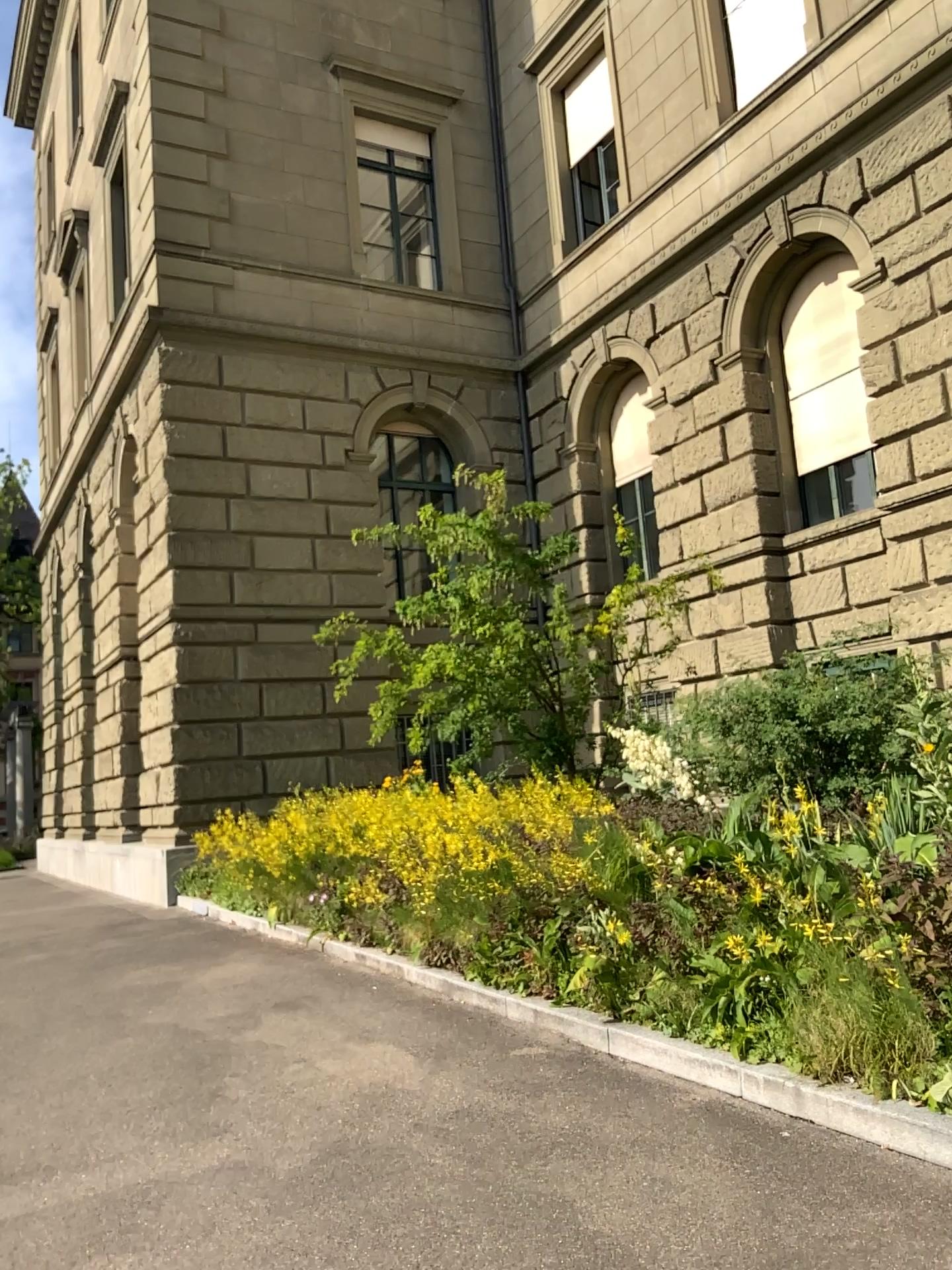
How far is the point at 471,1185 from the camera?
3.6 meters
